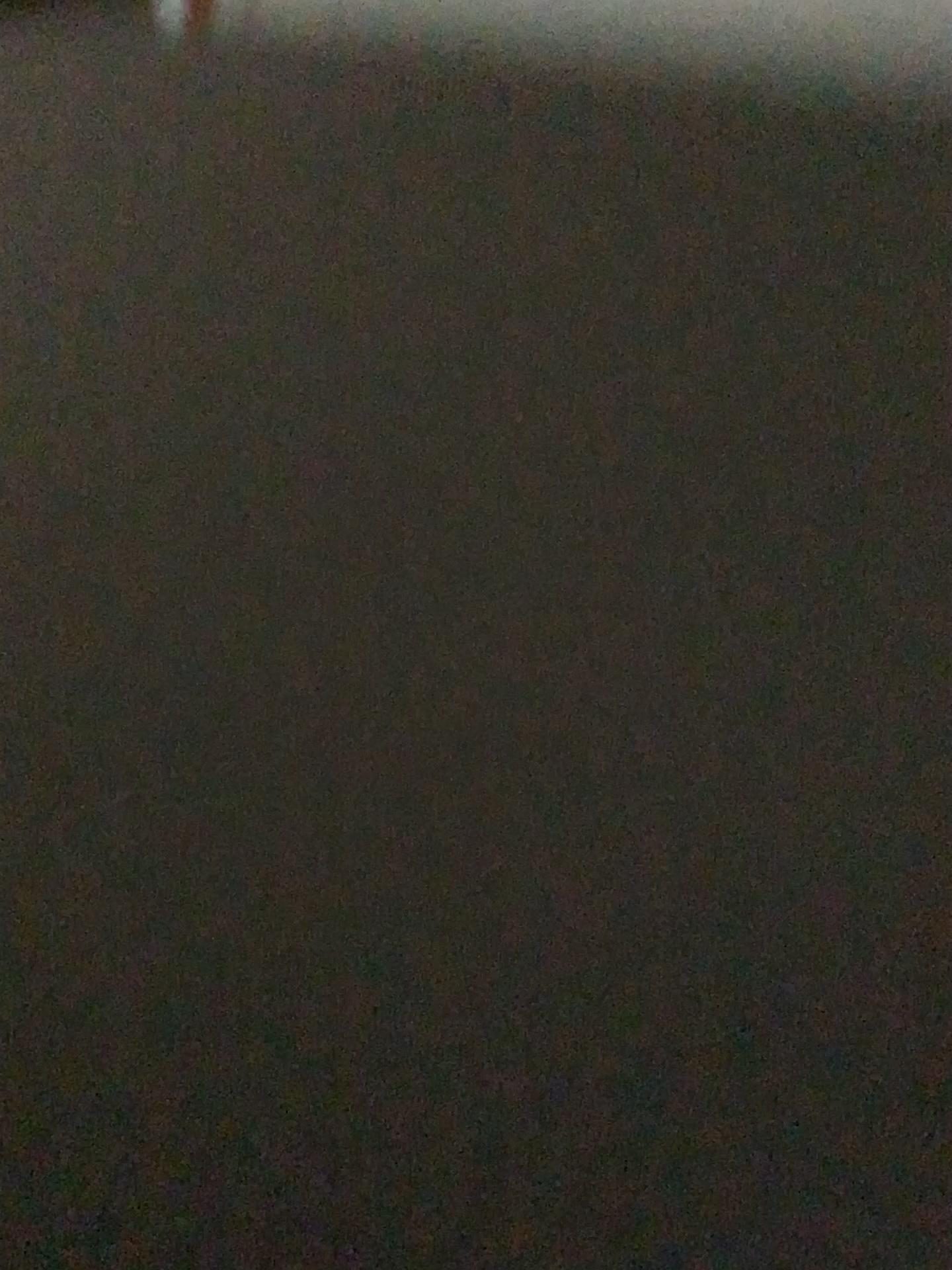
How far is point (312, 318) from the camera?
3.1m
